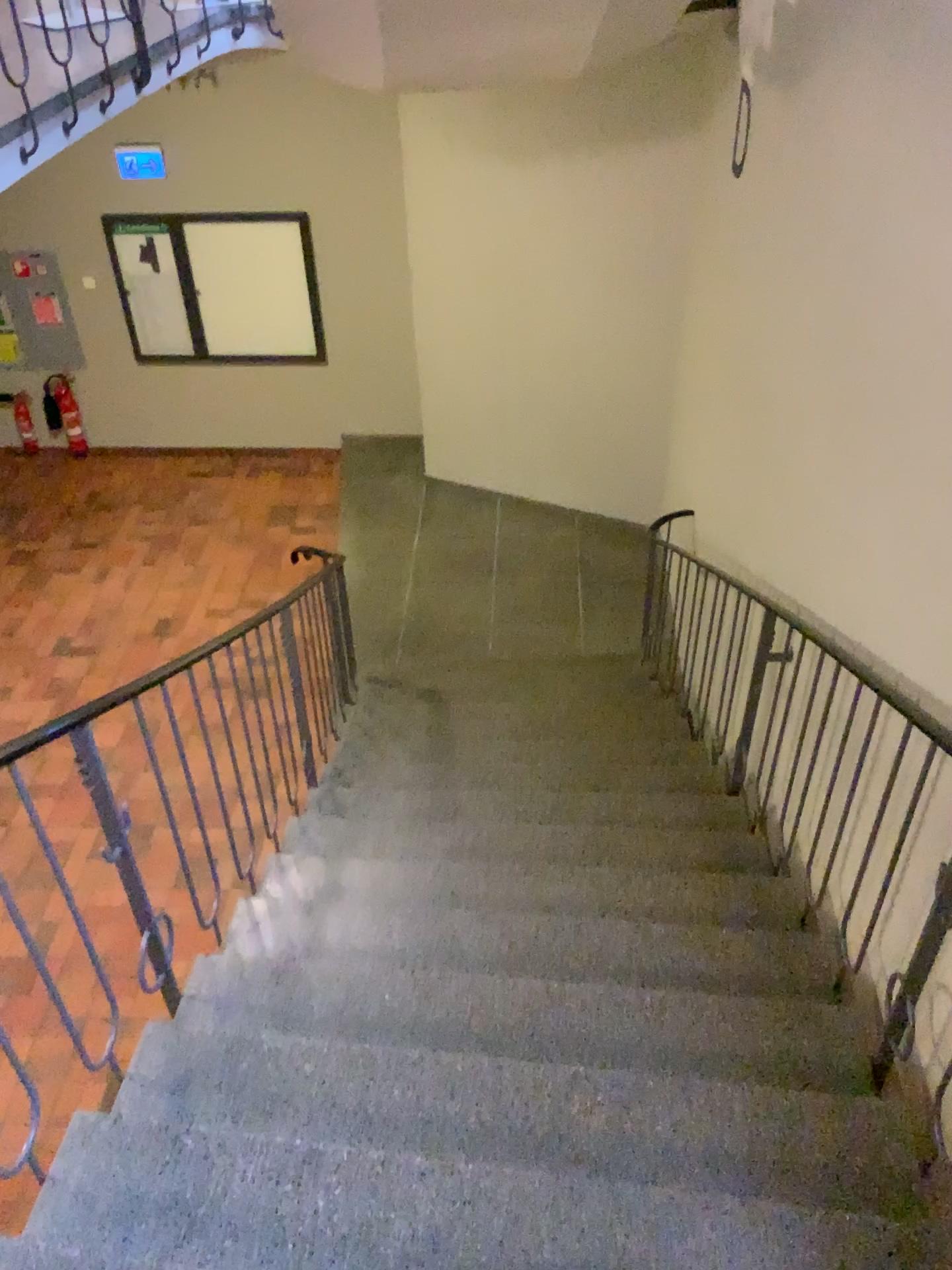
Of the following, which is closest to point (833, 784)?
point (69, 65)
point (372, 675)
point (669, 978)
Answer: point (669, 978)
